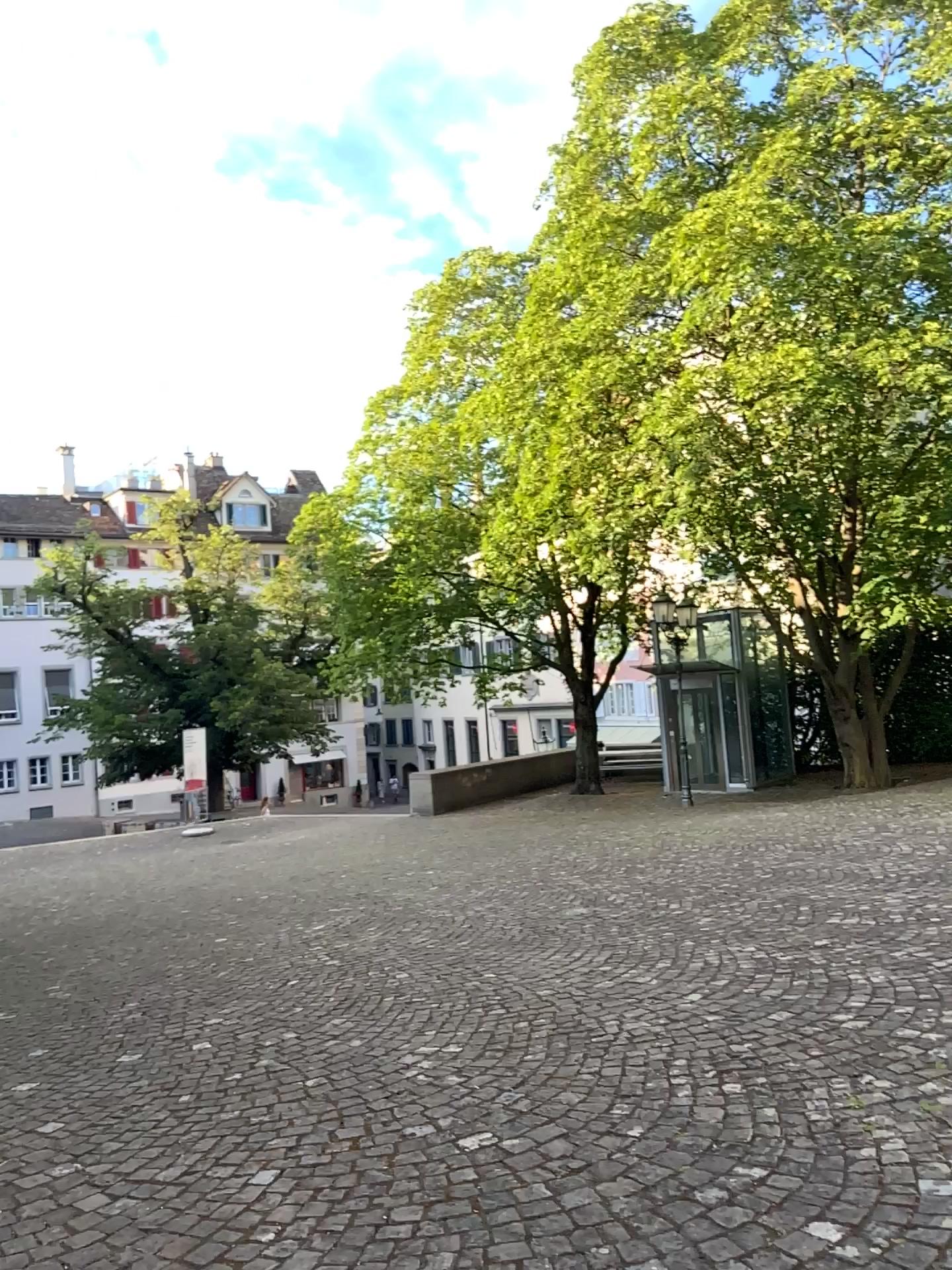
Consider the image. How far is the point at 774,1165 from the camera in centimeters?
298cm
